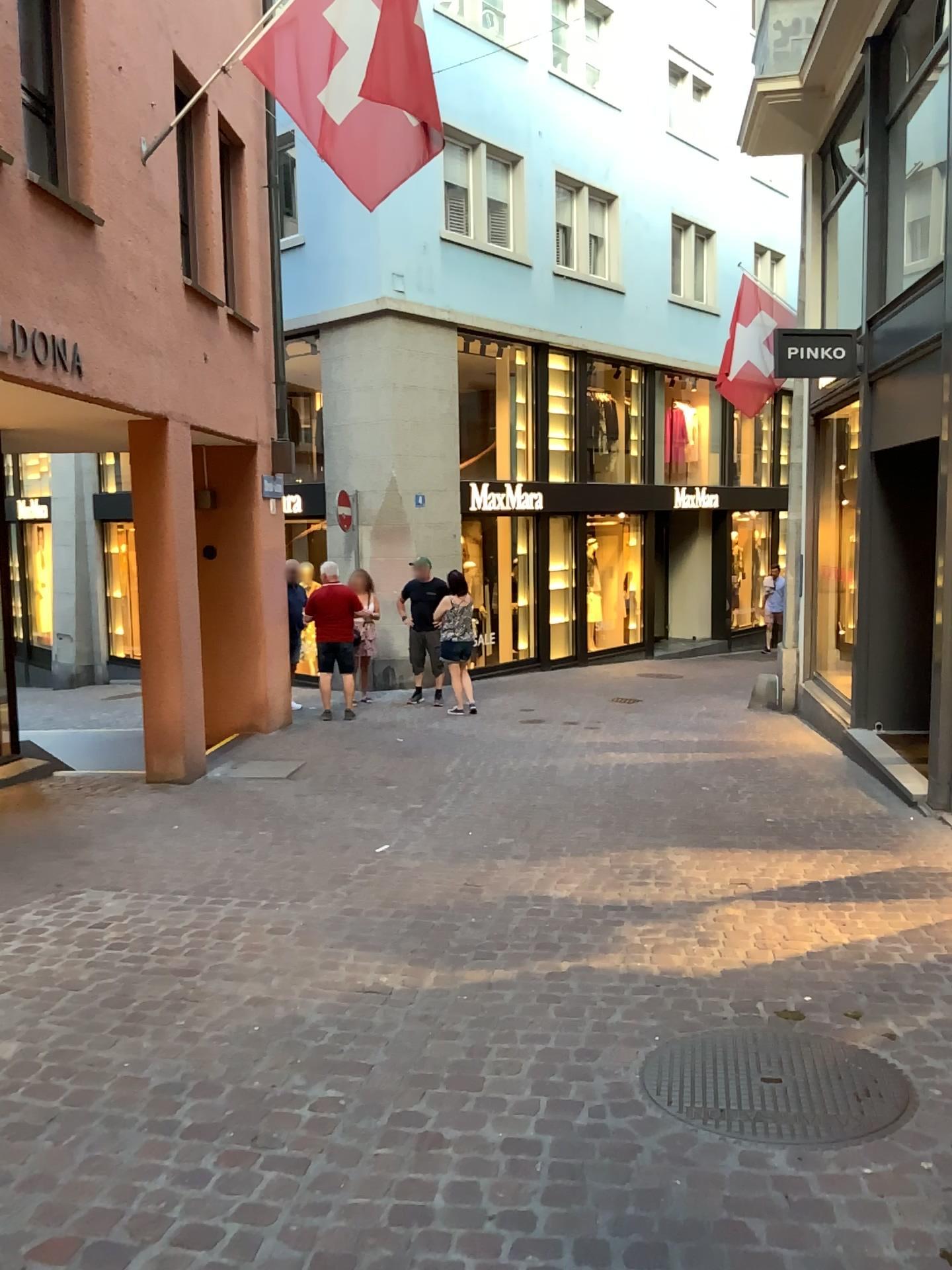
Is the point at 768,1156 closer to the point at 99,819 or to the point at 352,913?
the point at 352,913
